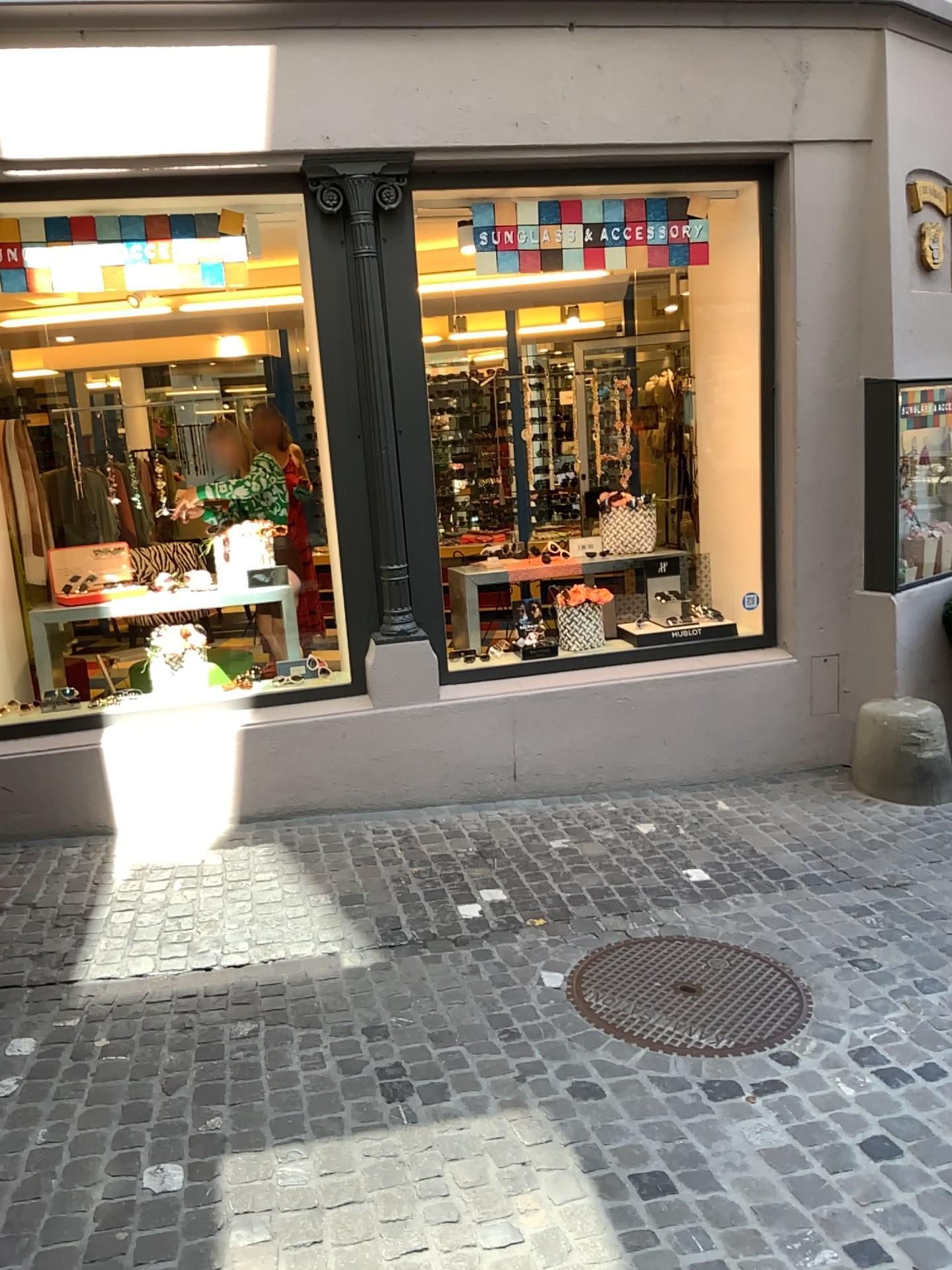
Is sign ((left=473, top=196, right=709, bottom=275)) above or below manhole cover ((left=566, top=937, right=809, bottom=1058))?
above

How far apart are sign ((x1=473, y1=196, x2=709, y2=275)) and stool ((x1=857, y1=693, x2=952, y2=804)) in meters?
2.3

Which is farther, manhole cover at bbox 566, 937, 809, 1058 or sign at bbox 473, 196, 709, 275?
sign at bbox 473, 196, 709, 275

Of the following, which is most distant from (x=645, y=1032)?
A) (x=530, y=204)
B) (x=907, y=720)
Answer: (x=530, y=204)

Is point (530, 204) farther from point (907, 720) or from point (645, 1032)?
point (645, 1032)

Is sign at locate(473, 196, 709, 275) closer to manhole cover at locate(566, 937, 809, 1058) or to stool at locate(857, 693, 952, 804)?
stool at locate(857, 693, 952, 804)

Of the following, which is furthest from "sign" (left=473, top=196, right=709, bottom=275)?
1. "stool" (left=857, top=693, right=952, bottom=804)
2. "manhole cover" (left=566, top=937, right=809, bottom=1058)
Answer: "manhole cover" (left=566, top=937, right=809, bottom=1058)

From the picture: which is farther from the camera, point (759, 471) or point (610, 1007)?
point (759, 471)

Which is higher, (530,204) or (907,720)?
(530,204)

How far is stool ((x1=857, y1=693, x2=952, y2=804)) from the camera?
4.67m
